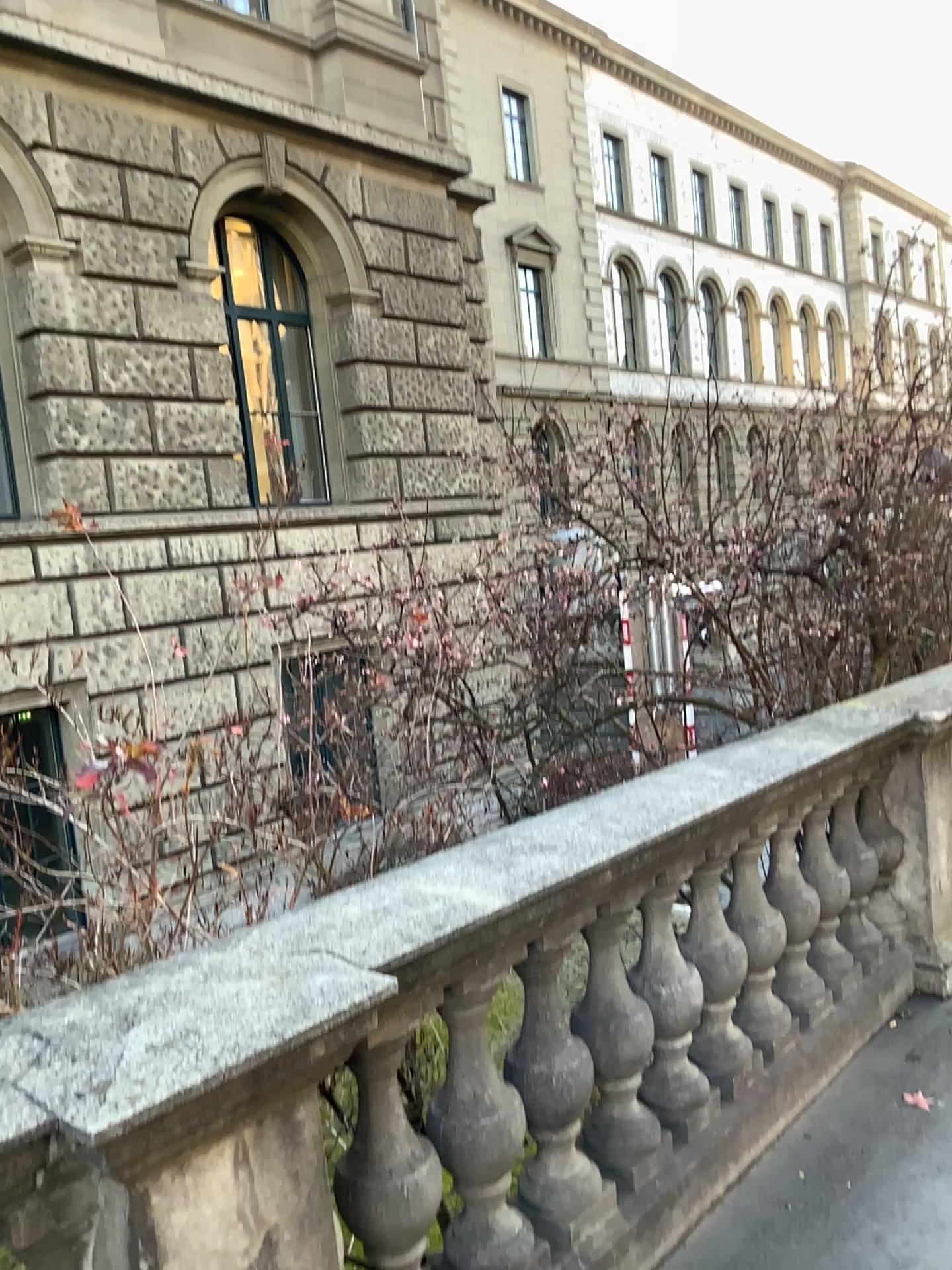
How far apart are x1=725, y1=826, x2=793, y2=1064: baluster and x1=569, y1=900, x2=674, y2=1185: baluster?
0.58m

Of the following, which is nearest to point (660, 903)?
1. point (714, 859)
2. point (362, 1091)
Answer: point (714, 859)

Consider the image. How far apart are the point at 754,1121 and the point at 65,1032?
2.09m

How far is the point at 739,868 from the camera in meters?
3.0

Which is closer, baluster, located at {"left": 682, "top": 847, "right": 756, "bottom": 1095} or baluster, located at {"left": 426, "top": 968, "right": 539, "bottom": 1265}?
baluster, located at {"left": 426, "top": 968, "right": 539, "bottom": 1265}

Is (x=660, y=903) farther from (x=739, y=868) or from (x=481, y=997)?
(x=481, y=997)

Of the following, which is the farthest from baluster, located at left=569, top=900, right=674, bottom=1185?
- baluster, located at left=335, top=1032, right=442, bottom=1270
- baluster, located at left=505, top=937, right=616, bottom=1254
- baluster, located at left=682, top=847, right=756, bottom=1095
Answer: baluster, located at left=335, top=1032, right=442, bottom=1270

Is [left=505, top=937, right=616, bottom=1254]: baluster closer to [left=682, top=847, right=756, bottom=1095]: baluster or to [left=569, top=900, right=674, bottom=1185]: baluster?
[left=569, top=900, right=674, bottom=1185]: baluster

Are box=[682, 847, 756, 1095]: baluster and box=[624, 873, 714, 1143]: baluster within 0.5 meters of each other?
yes

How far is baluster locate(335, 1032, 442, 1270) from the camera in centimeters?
187cm
